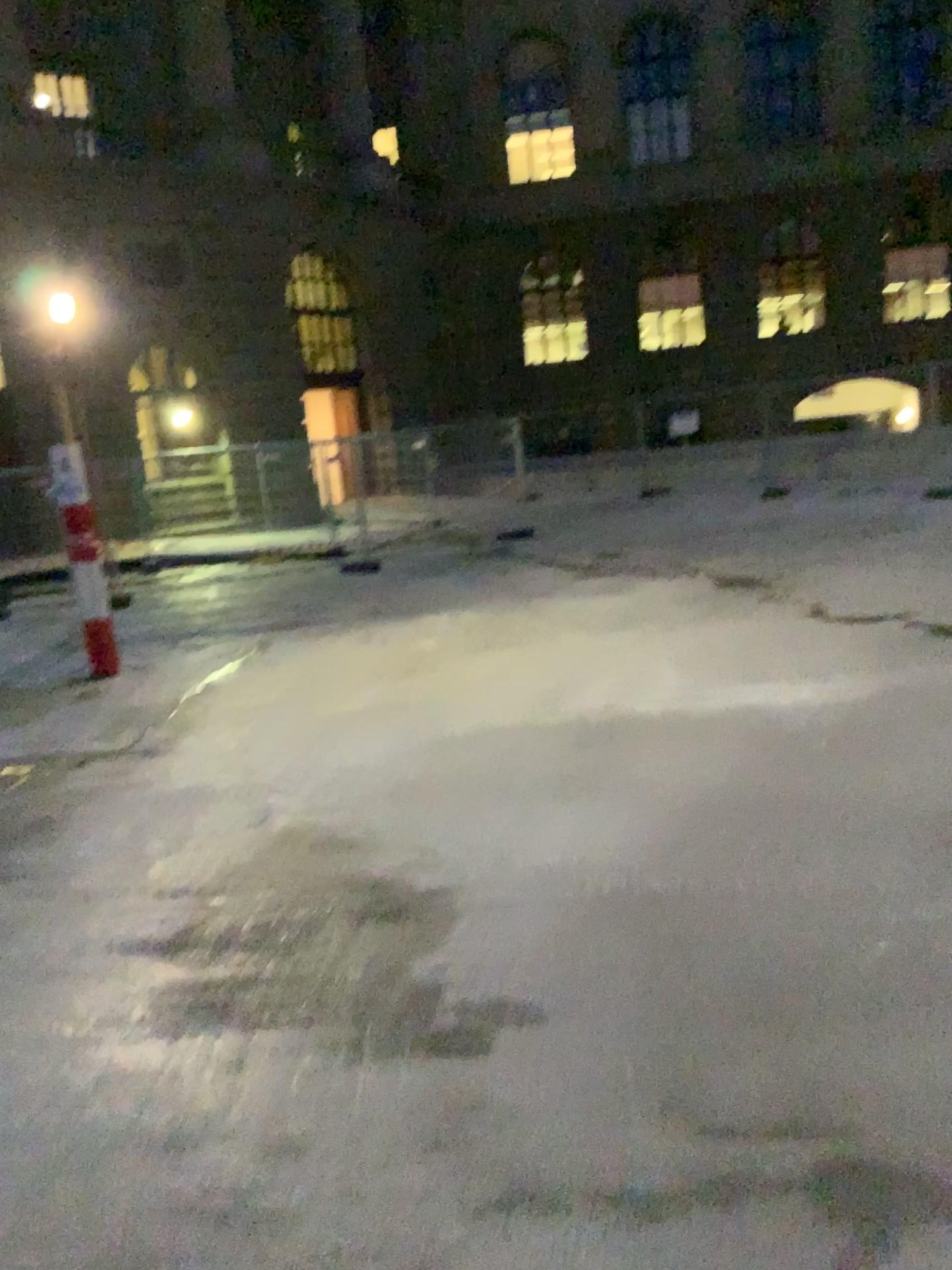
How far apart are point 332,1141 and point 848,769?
3.1m
